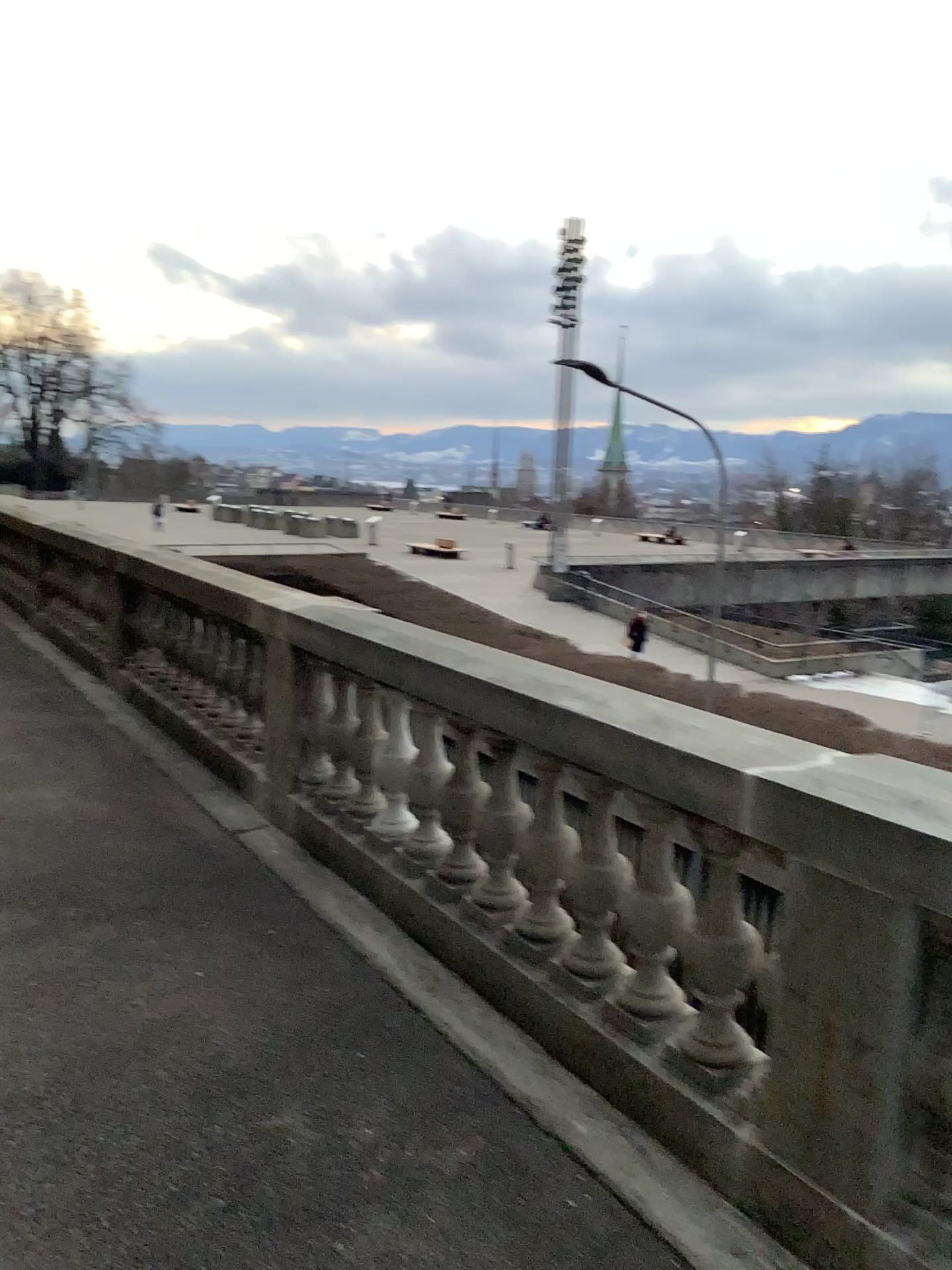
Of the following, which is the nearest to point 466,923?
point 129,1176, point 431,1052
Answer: point 431,1052
